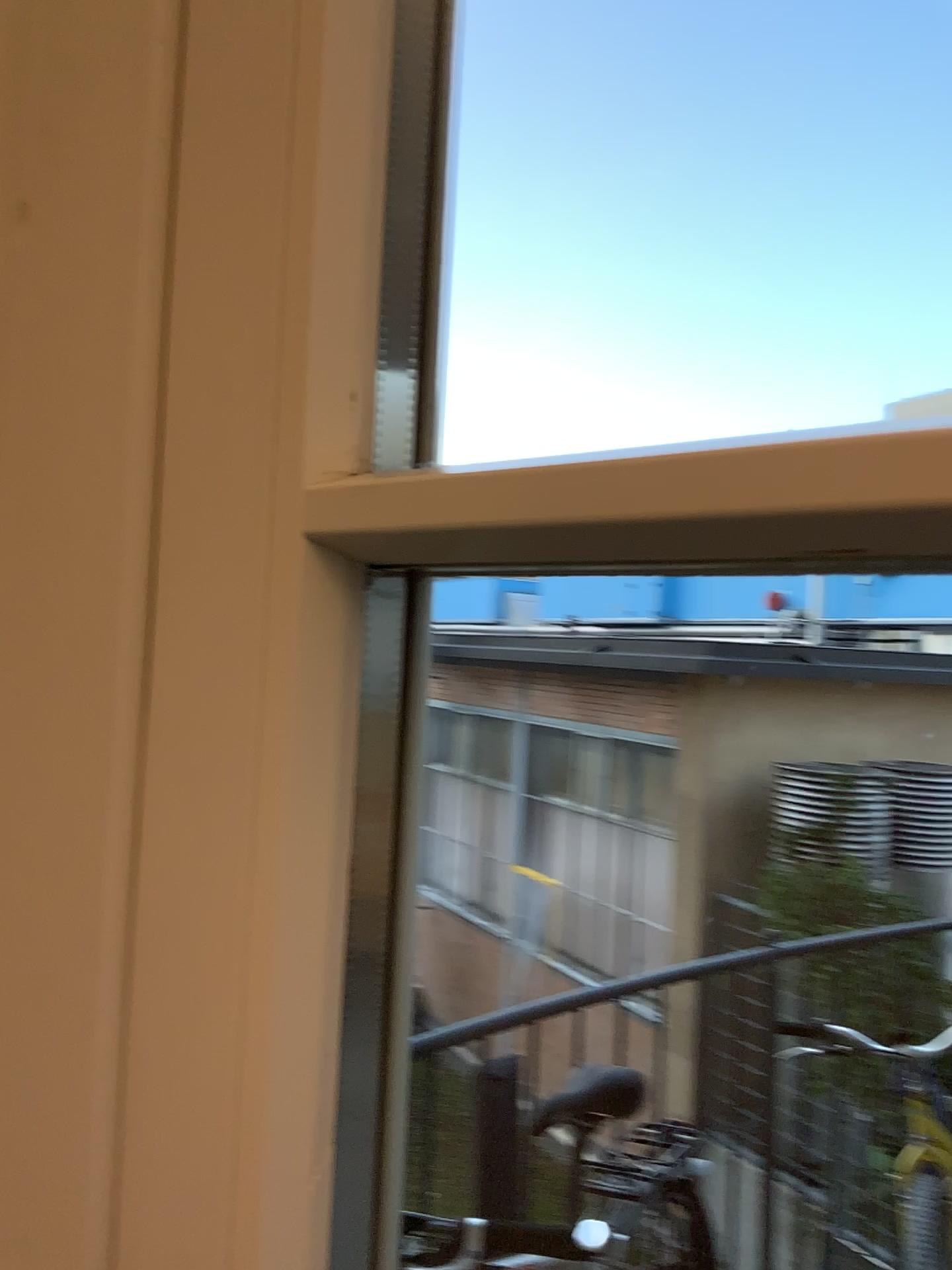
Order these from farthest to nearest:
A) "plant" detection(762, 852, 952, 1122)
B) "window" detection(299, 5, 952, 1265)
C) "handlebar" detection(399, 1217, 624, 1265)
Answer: "plant" detection(762, 852, 952, 1122) → "handlebar" detection(399, 1217, 624, 1265) → "window" detection(299, 5, 952, 1265)

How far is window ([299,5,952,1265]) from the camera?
0.25m

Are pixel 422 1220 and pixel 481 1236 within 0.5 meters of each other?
yes

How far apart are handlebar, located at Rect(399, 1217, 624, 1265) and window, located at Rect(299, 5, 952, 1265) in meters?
0.3 m

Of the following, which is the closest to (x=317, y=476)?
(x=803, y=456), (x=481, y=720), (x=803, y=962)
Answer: (x=803, y=456)

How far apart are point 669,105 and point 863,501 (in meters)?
0.93

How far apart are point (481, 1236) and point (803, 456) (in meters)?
0.78

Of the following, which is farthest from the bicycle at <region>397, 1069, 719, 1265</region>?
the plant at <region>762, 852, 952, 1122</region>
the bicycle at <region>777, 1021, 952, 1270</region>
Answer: the bicycle at <region>777, 1021, 952, 1270</region>

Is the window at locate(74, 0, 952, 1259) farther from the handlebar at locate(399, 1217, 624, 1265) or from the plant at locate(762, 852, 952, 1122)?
the plant at locate(762, 852, 952, 1122)

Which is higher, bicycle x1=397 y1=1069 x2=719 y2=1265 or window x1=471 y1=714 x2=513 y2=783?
window x1=471 y1=714 x2=513 y2=783
